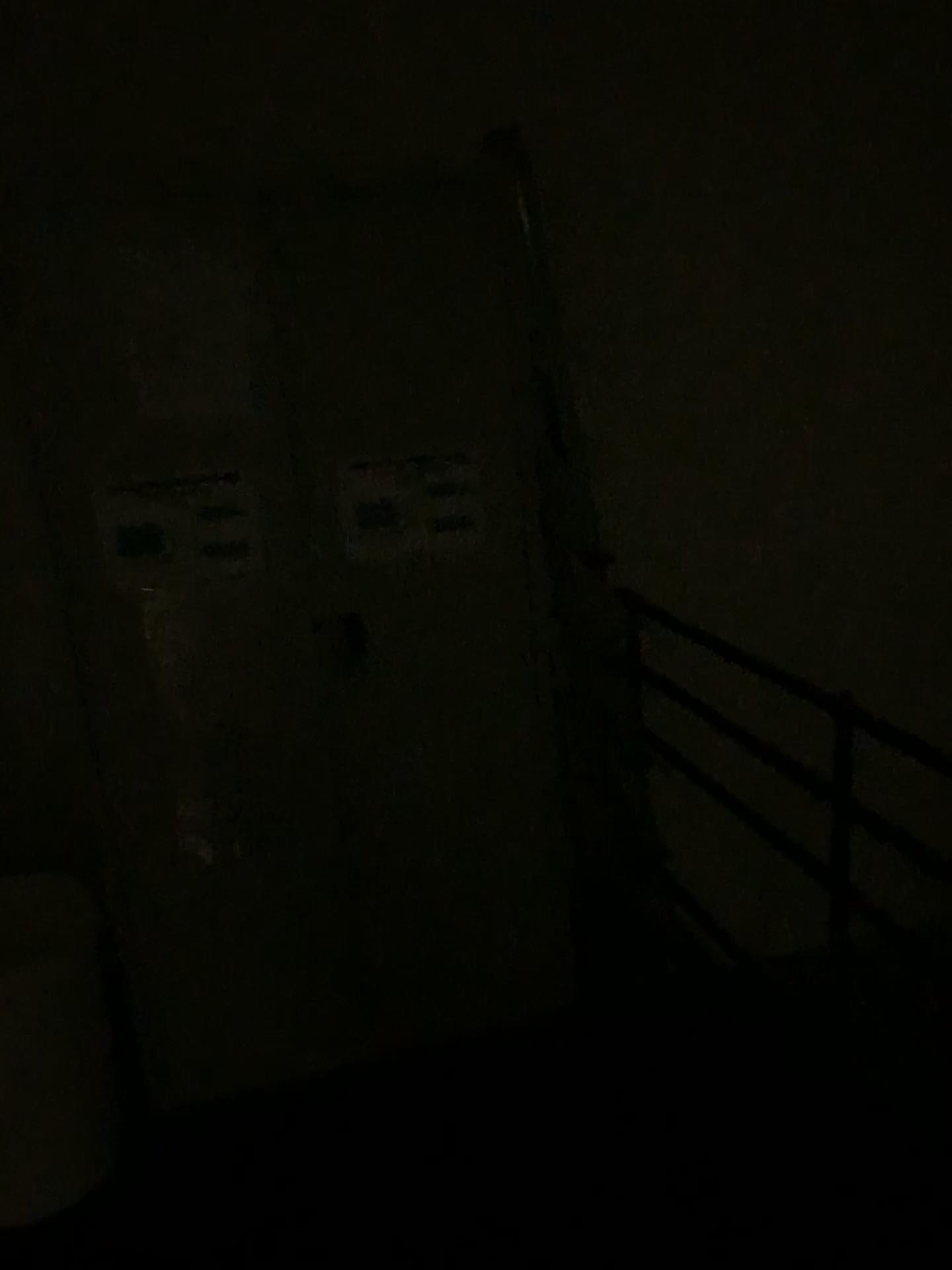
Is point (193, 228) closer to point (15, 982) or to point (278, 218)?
point (278, 218)

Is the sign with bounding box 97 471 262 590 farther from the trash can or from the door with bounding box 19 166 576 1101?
the trash can

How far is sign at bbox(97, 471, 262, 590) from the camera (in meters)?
2.02

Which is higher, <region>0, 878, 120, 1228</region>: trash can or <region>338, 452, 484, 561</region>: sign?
<region>338, 452, 484, 561</region>: sign

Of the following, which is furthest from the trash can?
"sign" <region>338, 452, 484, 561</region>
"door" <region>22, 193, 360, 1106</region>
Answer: "sign" <region>338, 452, 484, 561</region>

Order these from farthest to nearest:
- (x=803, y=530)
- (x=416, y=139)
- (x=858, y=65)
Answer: (x=803, y=530) < (x=858, y=65) < (x=416, y=139)

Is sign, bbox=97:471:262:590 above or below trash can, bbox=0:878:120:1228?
above

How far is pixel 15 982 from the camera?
1.98m

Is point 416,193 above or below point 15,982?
above

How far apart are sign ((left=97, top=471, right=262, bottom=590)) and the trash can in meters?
0.7
